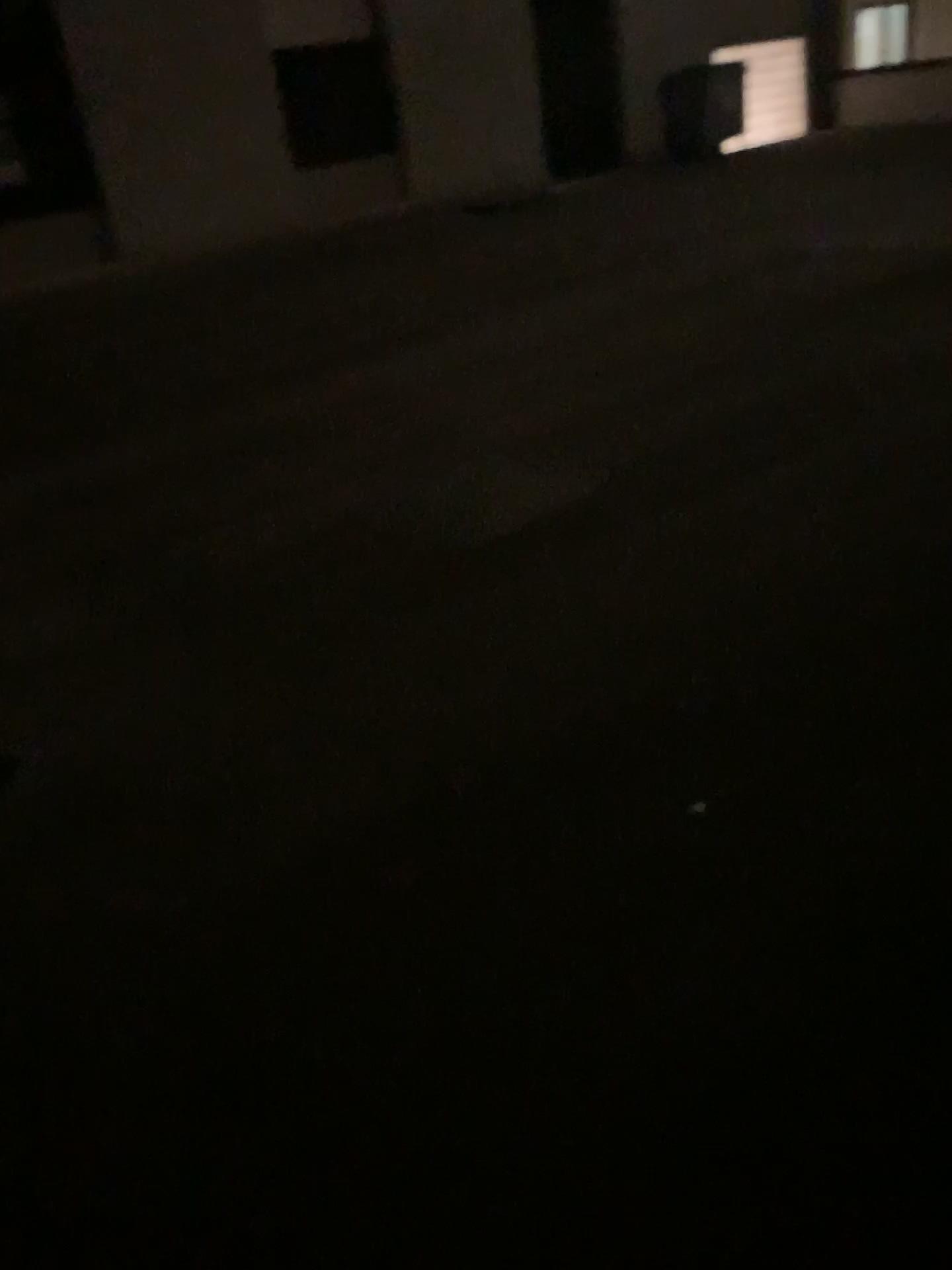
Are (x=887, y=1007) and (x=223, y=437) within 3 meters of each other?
no
